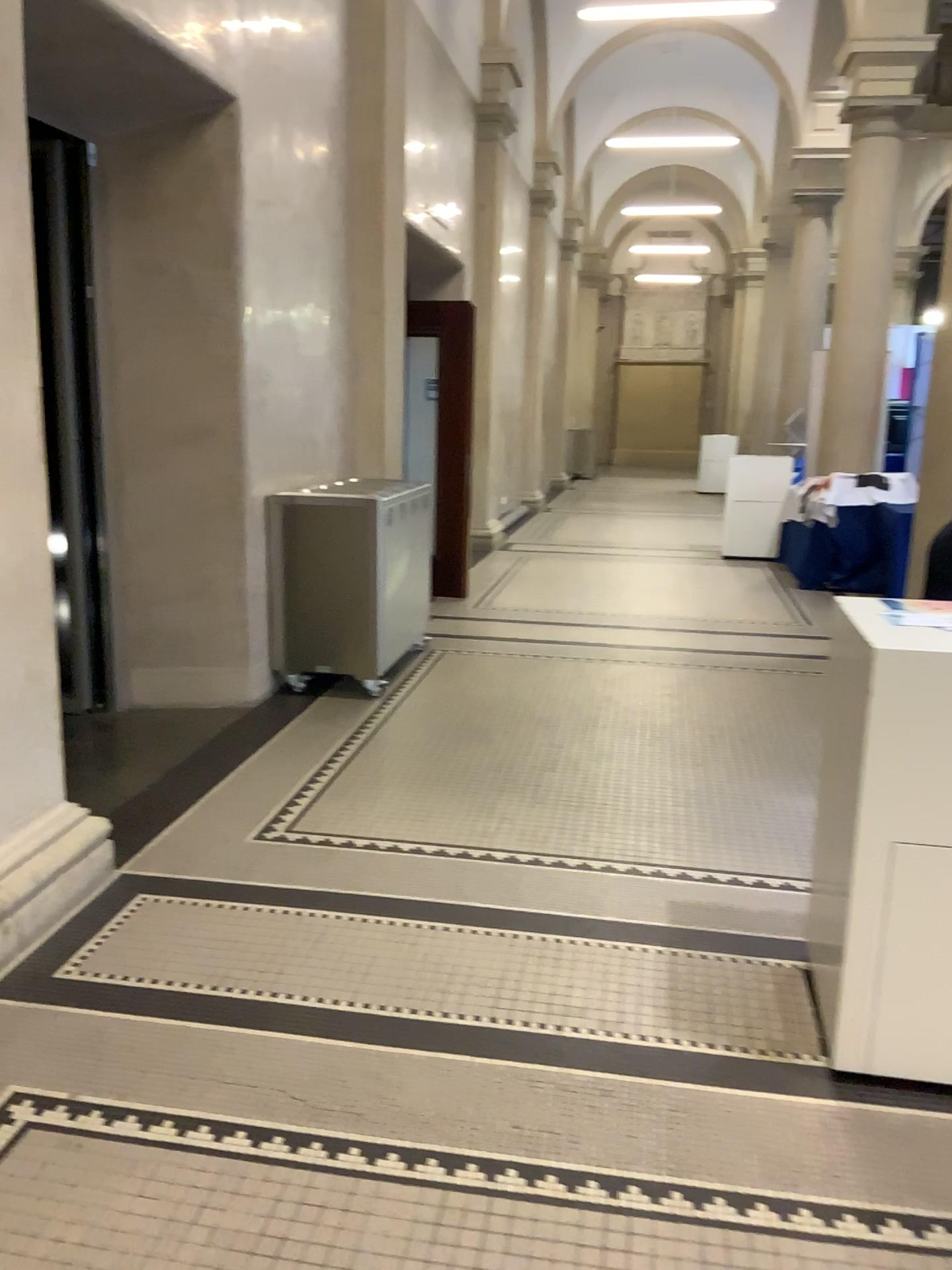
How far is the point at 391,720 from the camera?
4.9m

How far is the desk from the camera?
2.1m

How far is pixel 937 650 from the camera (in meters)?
2.14
